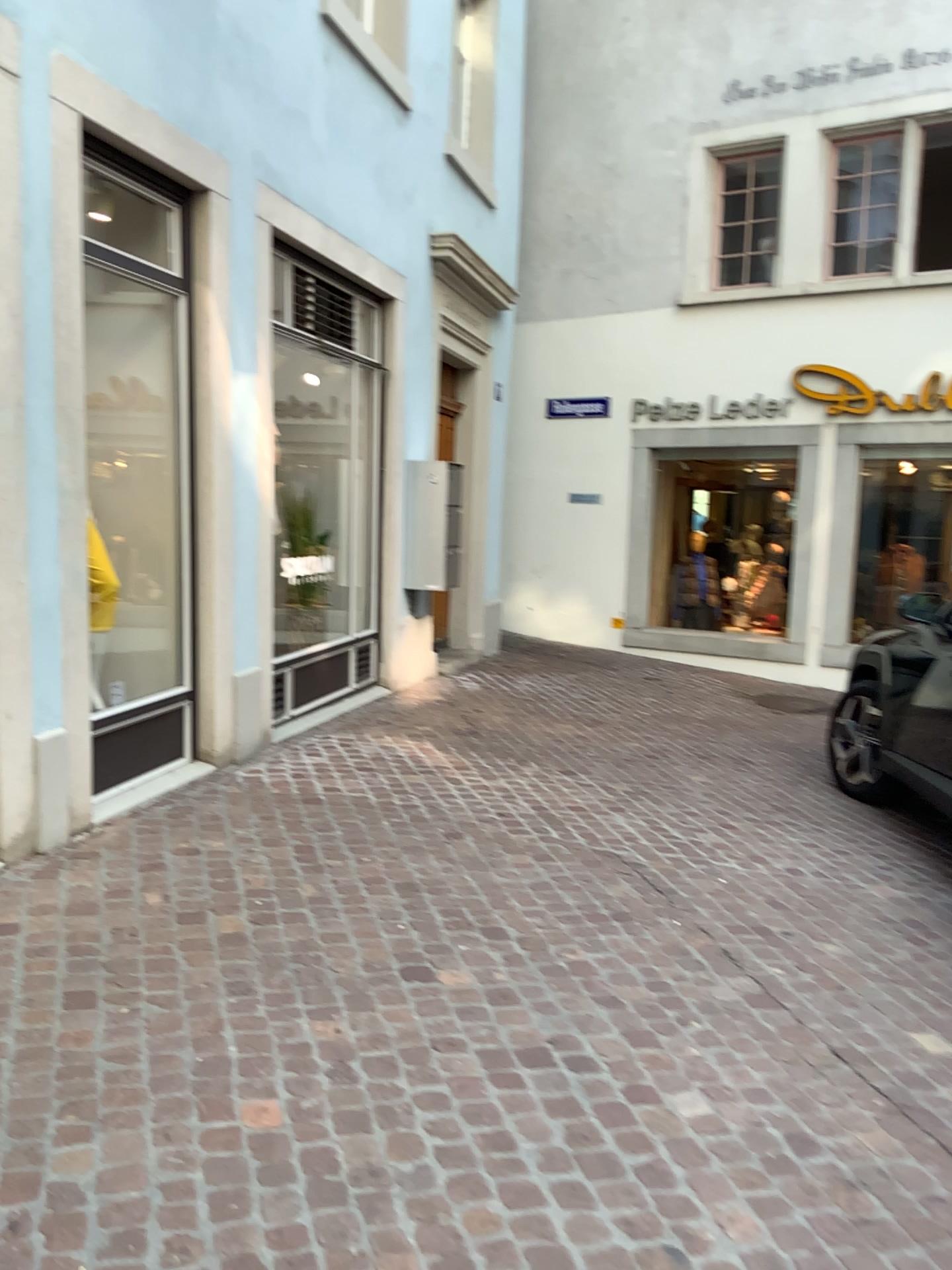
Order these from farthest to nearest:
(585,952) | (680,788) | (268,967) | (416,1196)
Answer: (680,788) < (585,952) < (268,967) < (416,1196)
